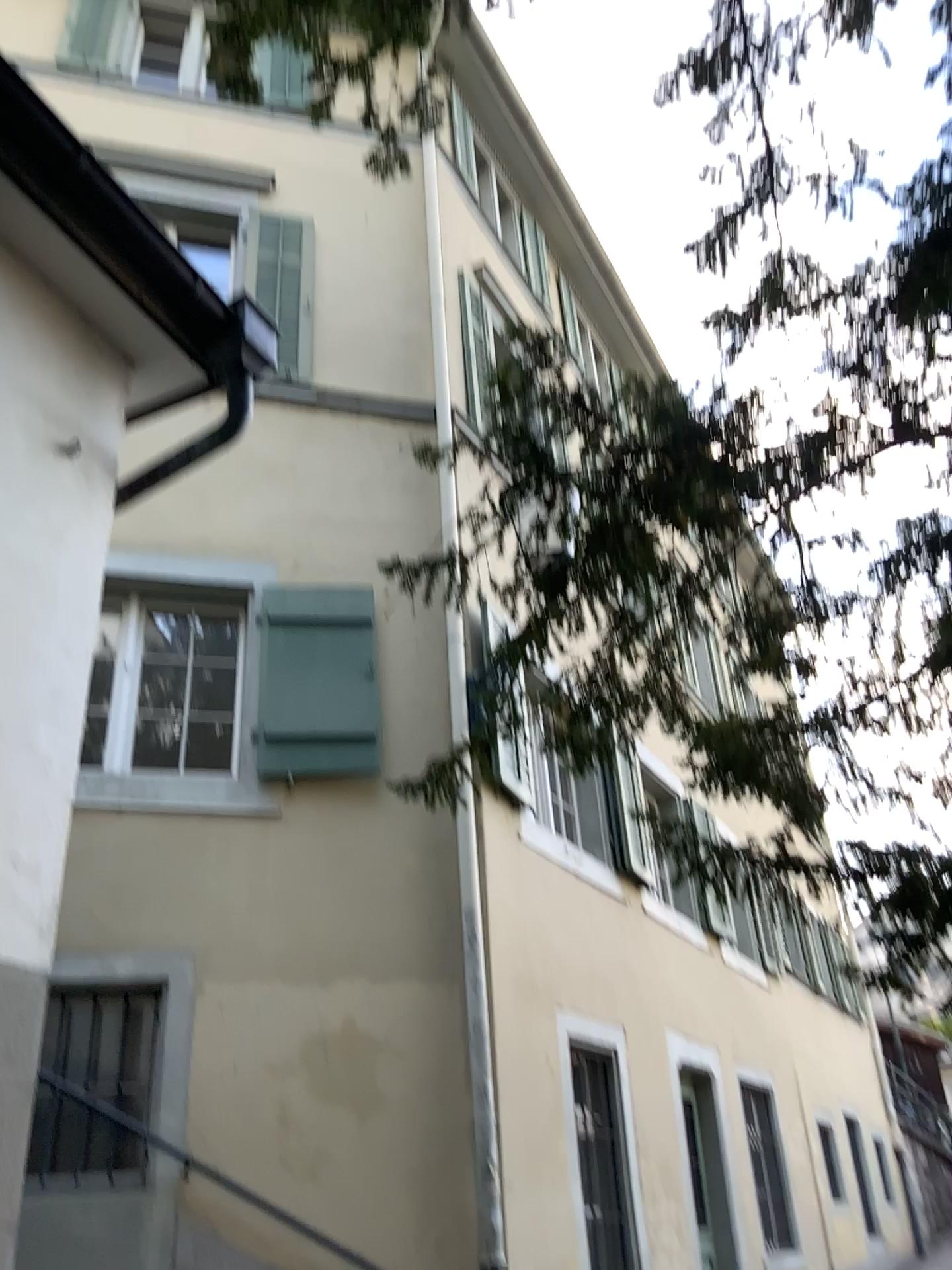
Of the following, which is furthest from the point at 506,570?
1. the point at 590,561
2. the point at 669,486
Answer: the point at 669,486
